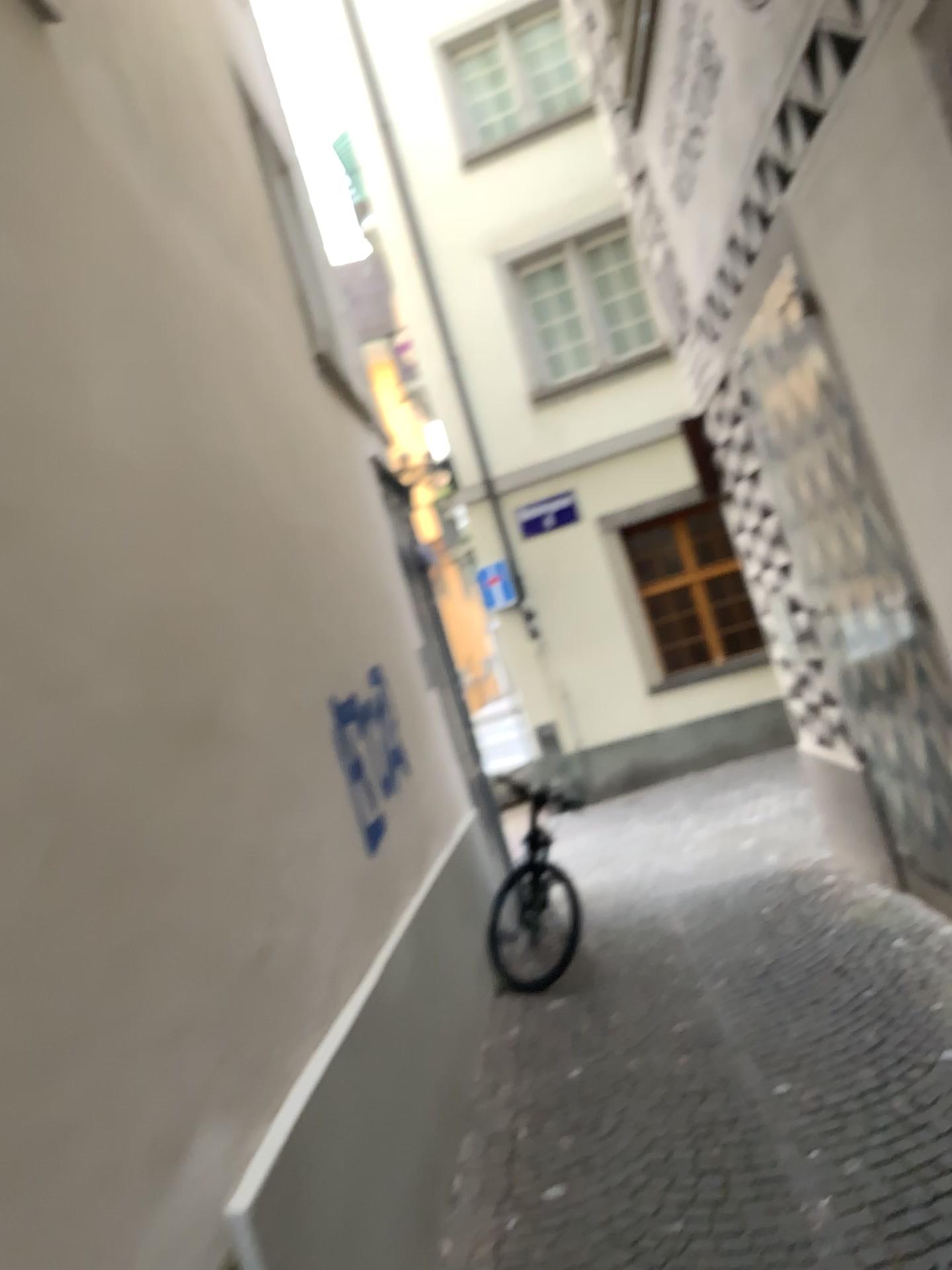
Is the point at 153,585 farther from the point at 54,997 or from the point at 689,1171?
the point at 689,1171
